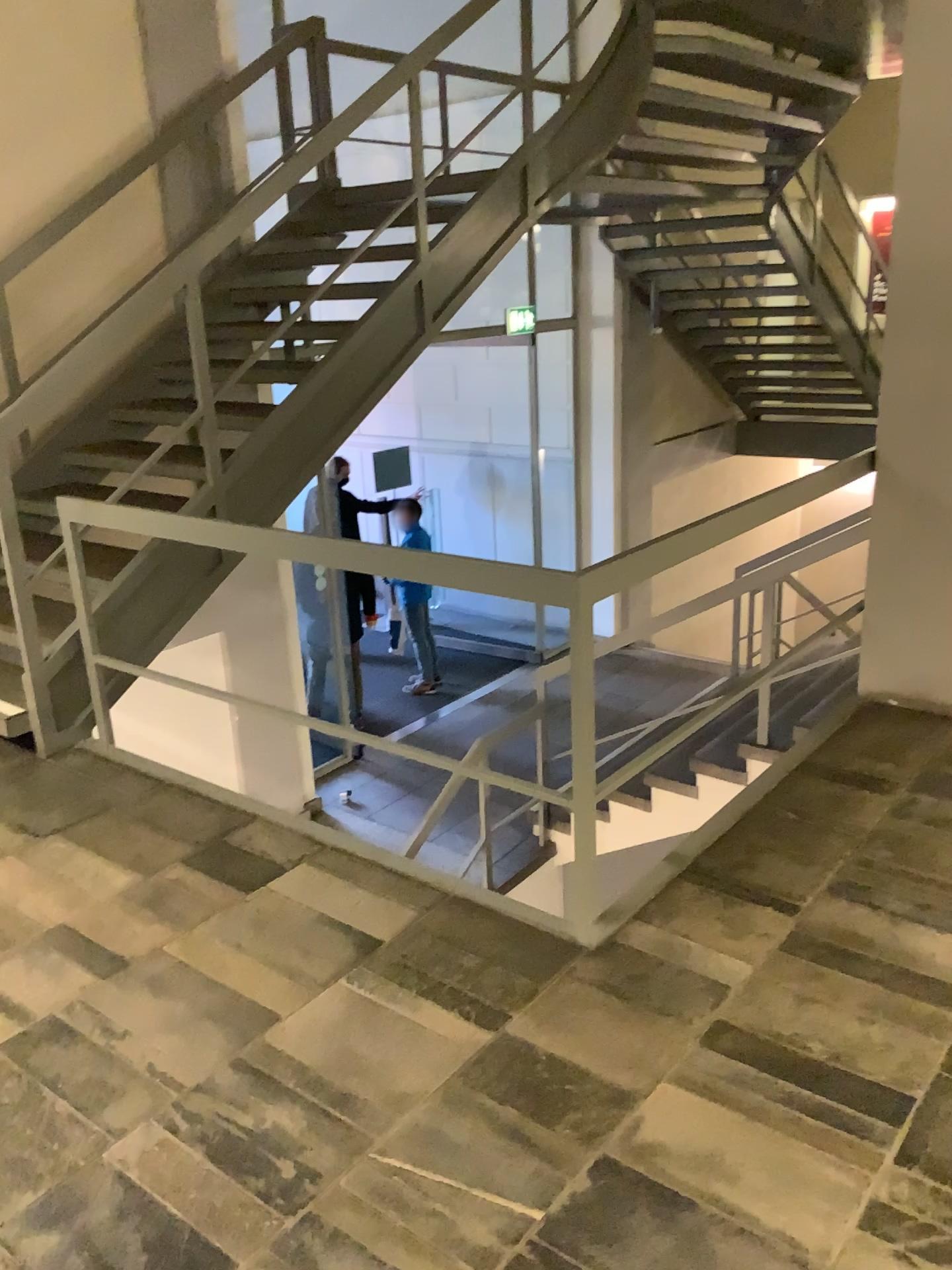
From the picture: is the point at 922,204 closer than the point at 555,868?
No

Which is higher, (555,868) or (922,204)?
(922,204)

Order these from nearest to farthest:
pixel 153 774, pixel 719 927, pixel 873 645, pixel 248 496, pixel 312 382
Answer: pixel 719 927 < pixel 153 774 < pixel 873 645 < pixel 248 496 < pixel 312 382

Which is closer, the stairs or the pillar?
the stairs
